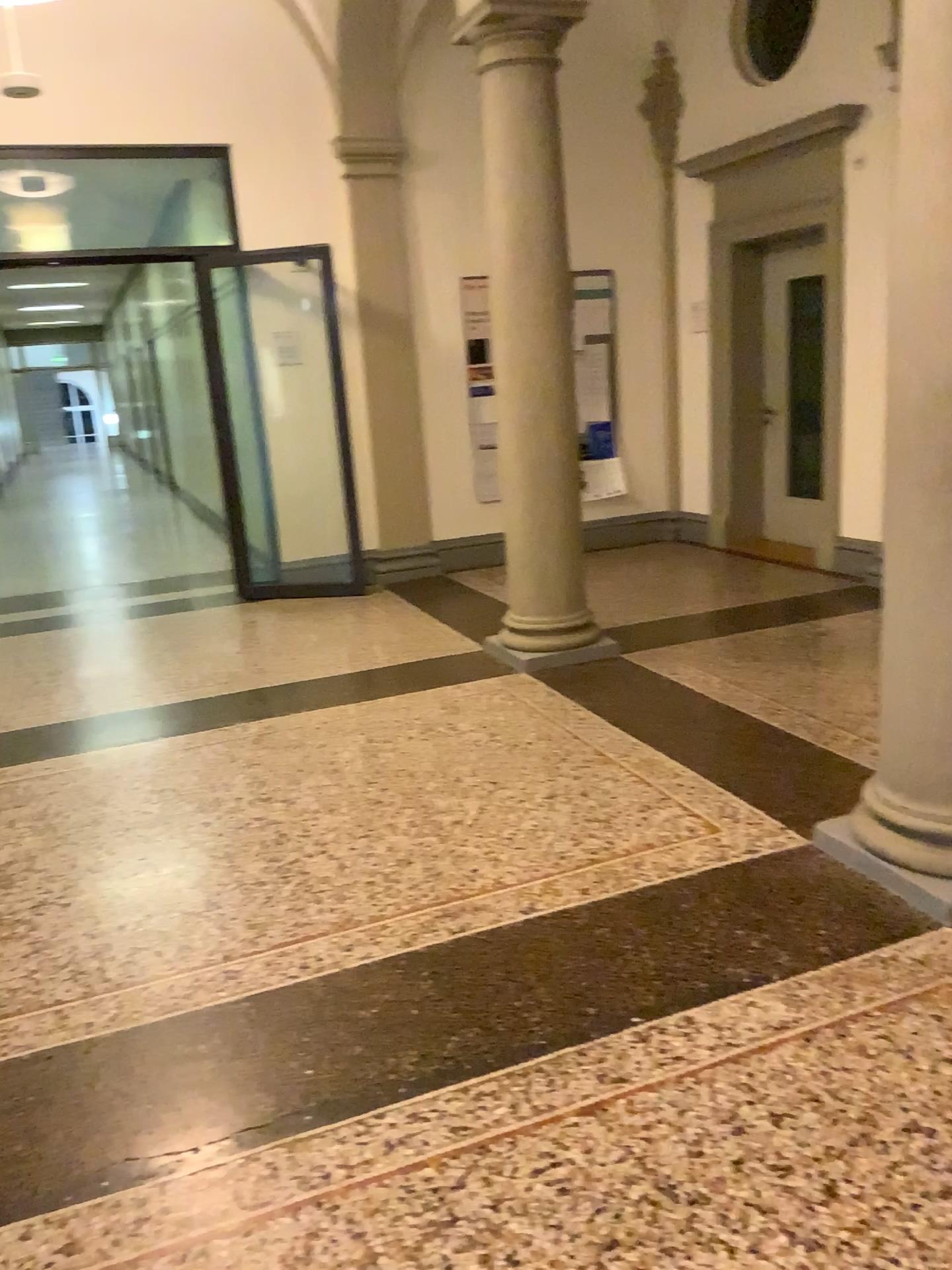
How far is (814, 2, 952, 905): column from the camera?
2.5m

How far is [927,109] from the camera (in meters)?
2.50

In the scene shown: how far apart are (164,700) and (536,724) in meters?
1.8
